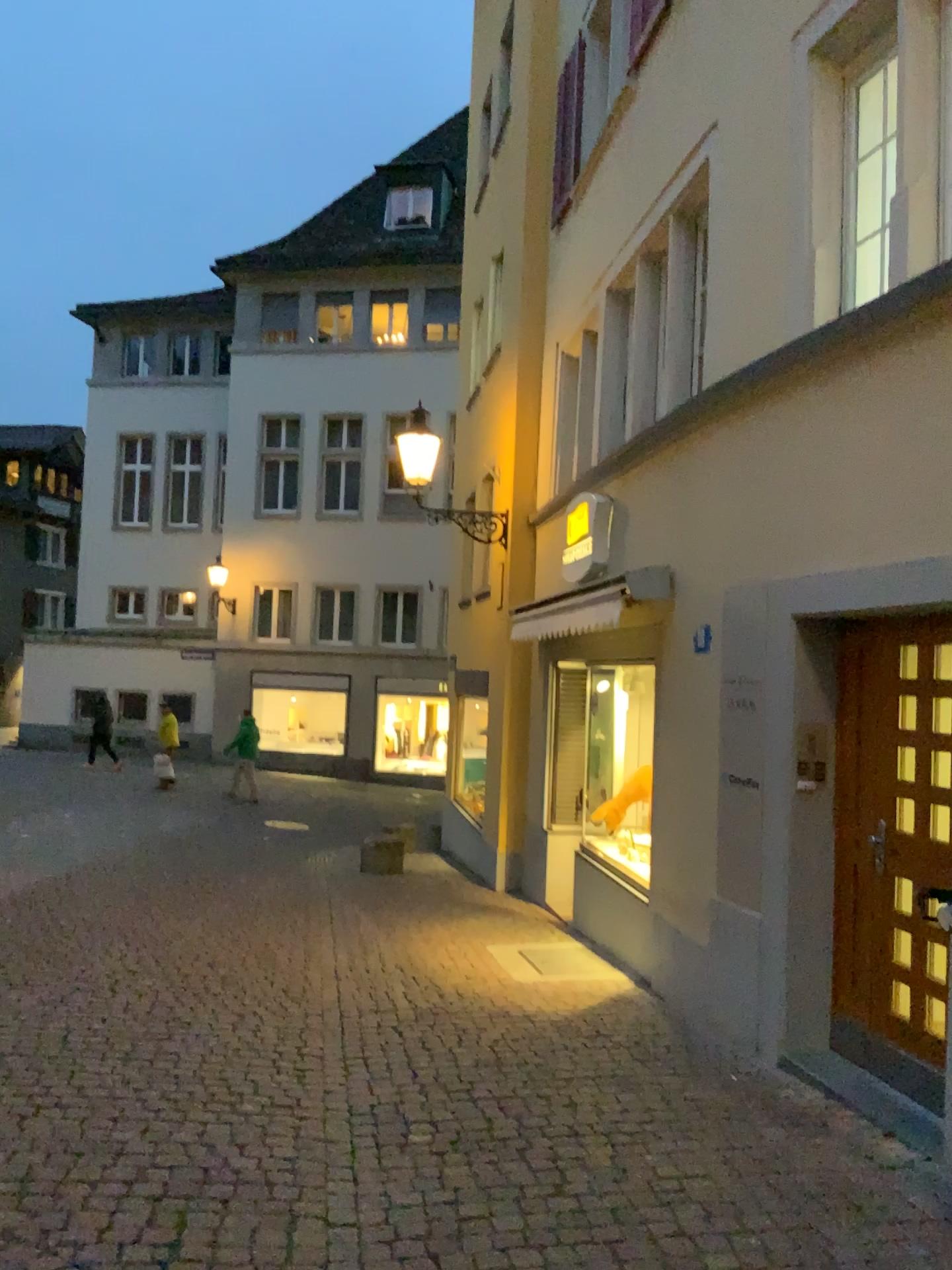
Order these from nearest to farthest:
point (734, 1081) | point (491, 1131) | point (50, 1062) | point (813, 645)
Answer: point (491, 1131) → point (50, 1062) → point (734, 1081) → point (813, 645)
